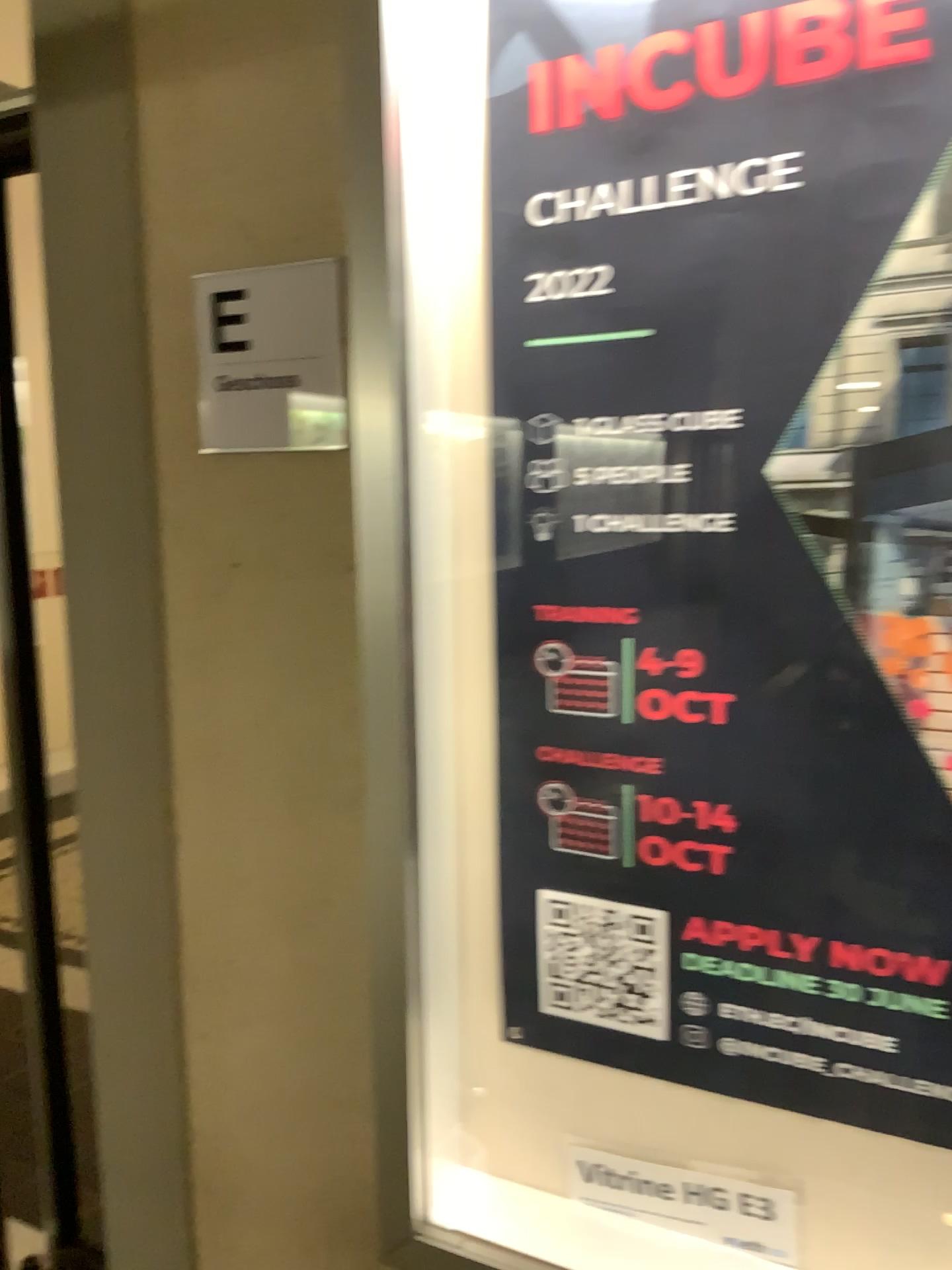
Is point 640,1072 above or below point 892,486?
below

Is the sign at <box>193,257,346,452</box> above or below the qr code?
above

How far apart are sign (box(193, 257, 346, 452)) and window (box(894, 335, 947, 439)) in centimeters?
61cm

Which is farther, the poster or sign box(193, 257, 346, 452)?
sign box(193, 257, 346, 452)

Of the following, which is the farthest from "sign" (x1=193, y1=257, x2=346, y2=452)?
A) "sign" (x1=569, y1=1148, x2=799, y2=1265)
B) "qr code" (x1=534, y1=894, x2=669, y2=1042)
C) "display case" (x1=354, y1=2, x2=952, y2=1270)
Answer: "sign" (x1=569, y1=1148, x2=799, y2=1265)

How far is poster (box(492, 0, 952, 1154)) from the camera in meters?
0.9 m

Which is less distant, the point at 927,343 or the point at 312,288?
the point at 927,343

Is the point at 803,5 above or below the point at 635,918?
above

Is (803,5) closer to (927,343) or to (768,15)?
(768,15)

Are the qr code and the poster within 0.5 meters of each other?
yes
